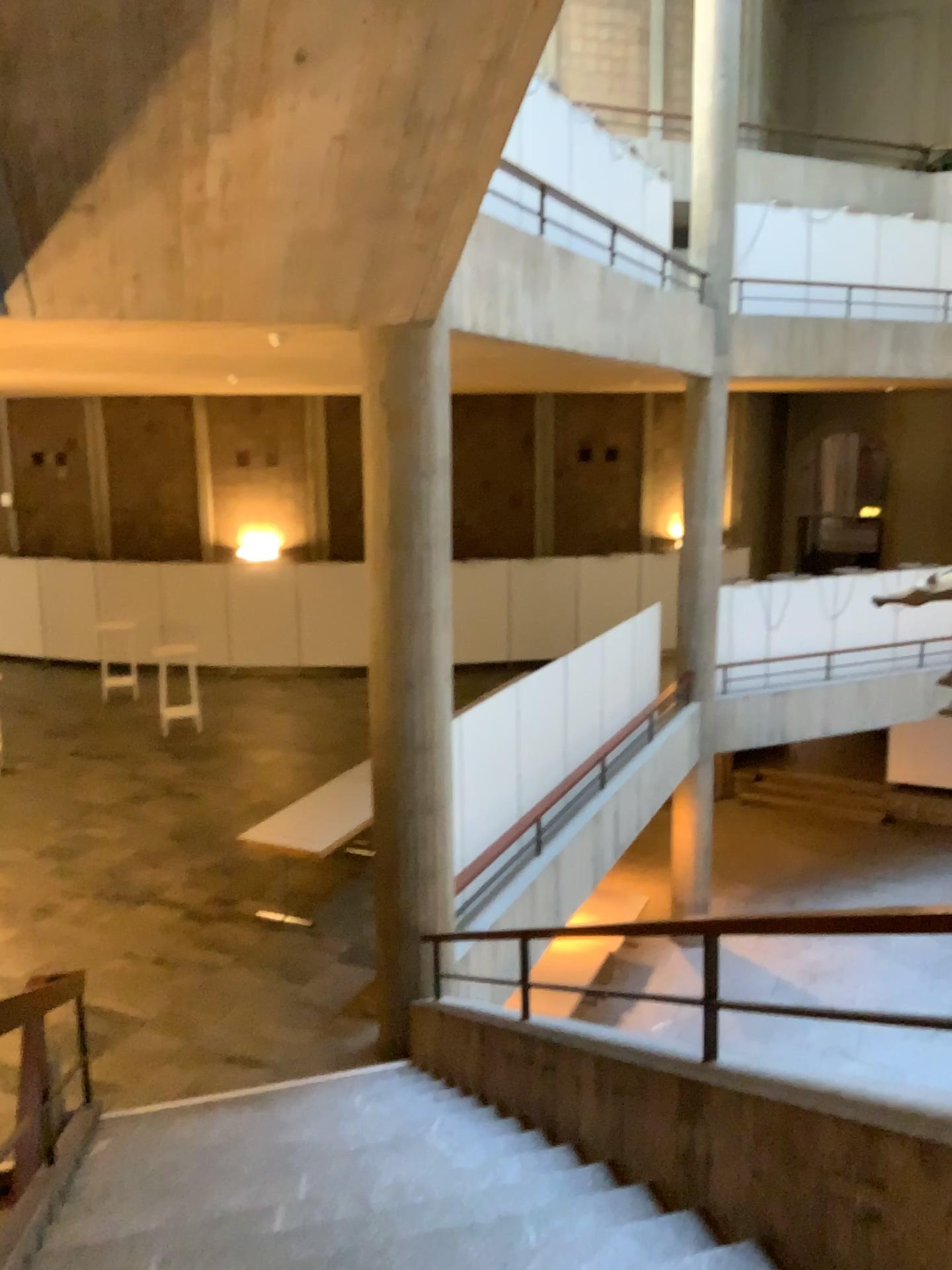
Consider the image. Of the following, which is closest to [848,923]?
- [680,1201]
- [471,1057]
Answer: [680,1201]
